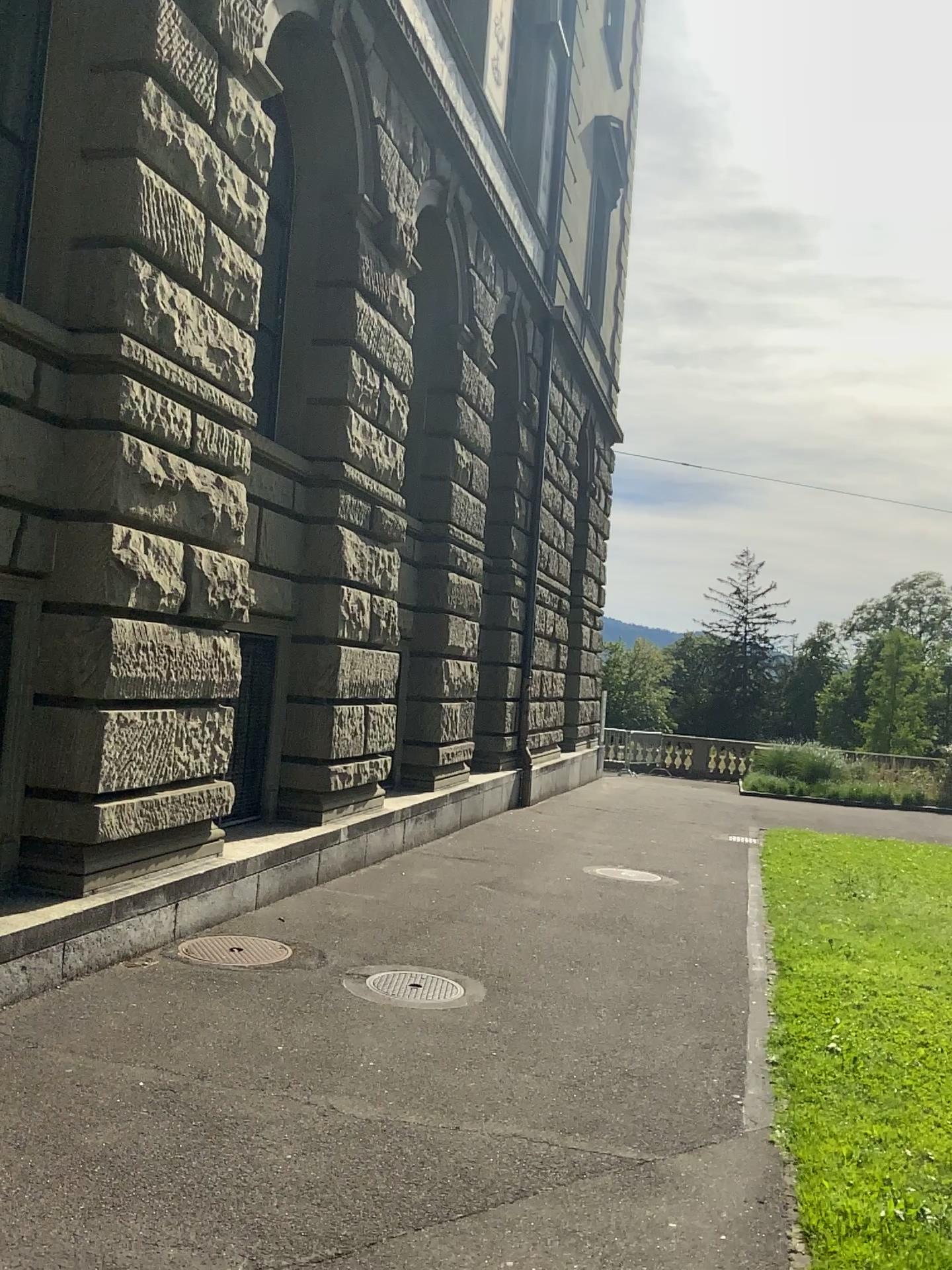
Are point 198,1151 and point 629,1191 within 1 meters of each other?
no
